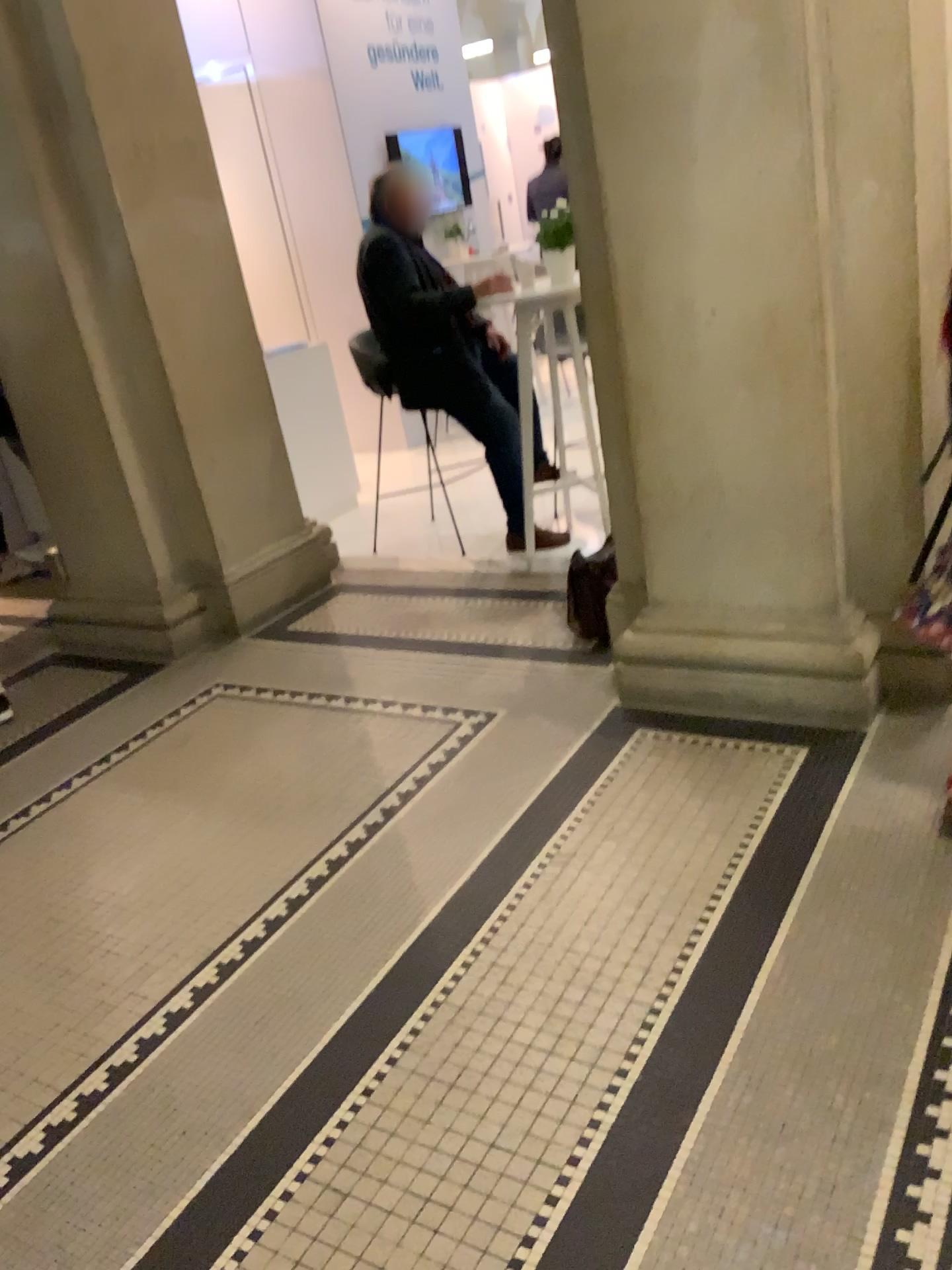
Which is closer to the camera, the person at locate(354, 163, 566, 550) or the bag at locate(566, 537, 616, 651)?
the bag at locate(566, 537, 616, 651)

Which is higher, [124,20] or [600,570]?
[124,20]

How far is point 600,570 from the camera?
3.5m

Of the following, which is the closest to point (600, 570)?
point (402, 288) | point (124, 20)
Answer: point (402, 288)

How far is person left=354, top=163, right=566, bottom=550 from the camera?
4.3 meters

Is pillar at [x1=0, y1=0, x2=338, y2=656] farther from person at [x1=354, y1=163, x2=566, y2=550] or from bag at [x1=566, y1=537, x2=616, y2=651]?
bag at [x1=566, y1=537, x2=616, y2=651]

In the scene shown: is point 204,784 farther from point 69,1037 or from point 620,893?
point 620,893

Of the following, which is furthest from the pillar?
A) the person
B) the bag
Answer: the bag

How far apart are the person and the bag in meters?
0.8 m
